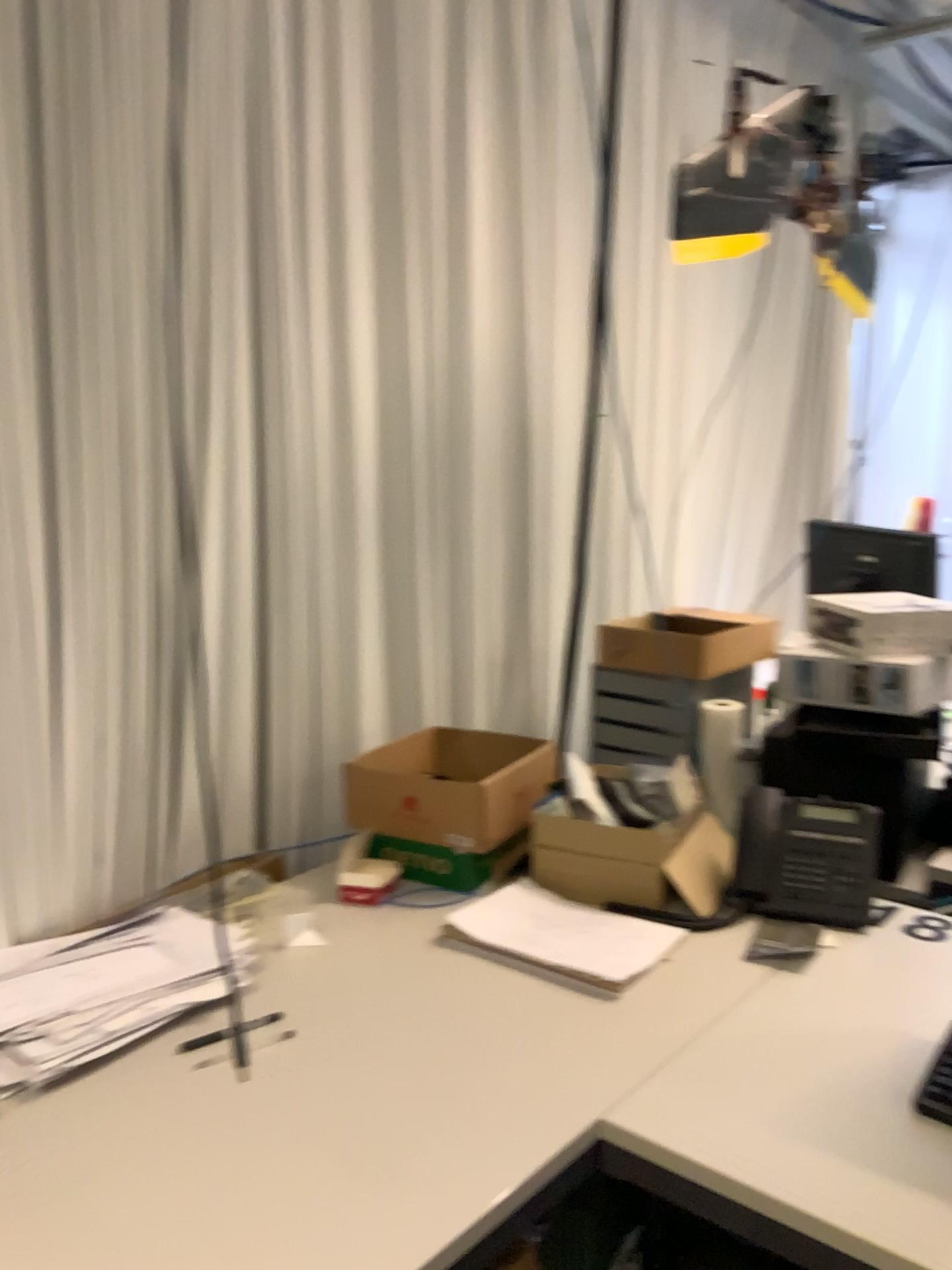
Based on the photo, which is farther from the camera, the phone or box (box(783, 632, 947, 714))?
box (box(783, 632, 947, 714))

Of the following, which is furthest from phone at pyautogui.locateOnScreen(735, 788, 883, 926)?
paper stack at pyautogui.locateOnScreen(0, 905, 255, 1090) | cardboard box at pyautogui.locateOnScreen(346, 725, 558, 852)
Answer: paper stack at pyautogui.locateOnScreen(0, 905, 255, 1090)

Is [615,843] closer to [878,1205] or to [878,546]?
[878,1205]

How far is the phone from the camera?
1.7 meters

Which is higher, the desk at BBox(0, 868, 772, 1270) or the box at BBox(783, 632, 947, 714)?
the box at BBox(783, 632, 947, 714)

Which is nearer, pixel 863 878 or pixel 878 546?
pixel 863 878

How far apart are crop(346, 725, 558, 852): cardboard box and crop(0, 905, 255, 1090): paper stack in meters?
0.3 m

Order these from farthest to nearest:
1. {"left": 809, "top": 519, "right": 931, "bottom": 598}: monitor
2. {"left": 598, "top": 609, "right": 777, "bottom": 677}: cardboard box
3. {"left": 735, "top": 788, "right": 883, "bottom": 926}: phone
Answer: {"left": 809, "top": 519, "right": 931, "bottom": 598}: monitor
{"left": 598, "top": 609, "right": 777, "bottom": 677}: cardboard box
{"left": 735, "top": 788, "right": 883, "bottom": 926}: phone

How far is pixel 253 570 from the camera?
2.00m

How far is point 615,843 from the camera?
1.73m
